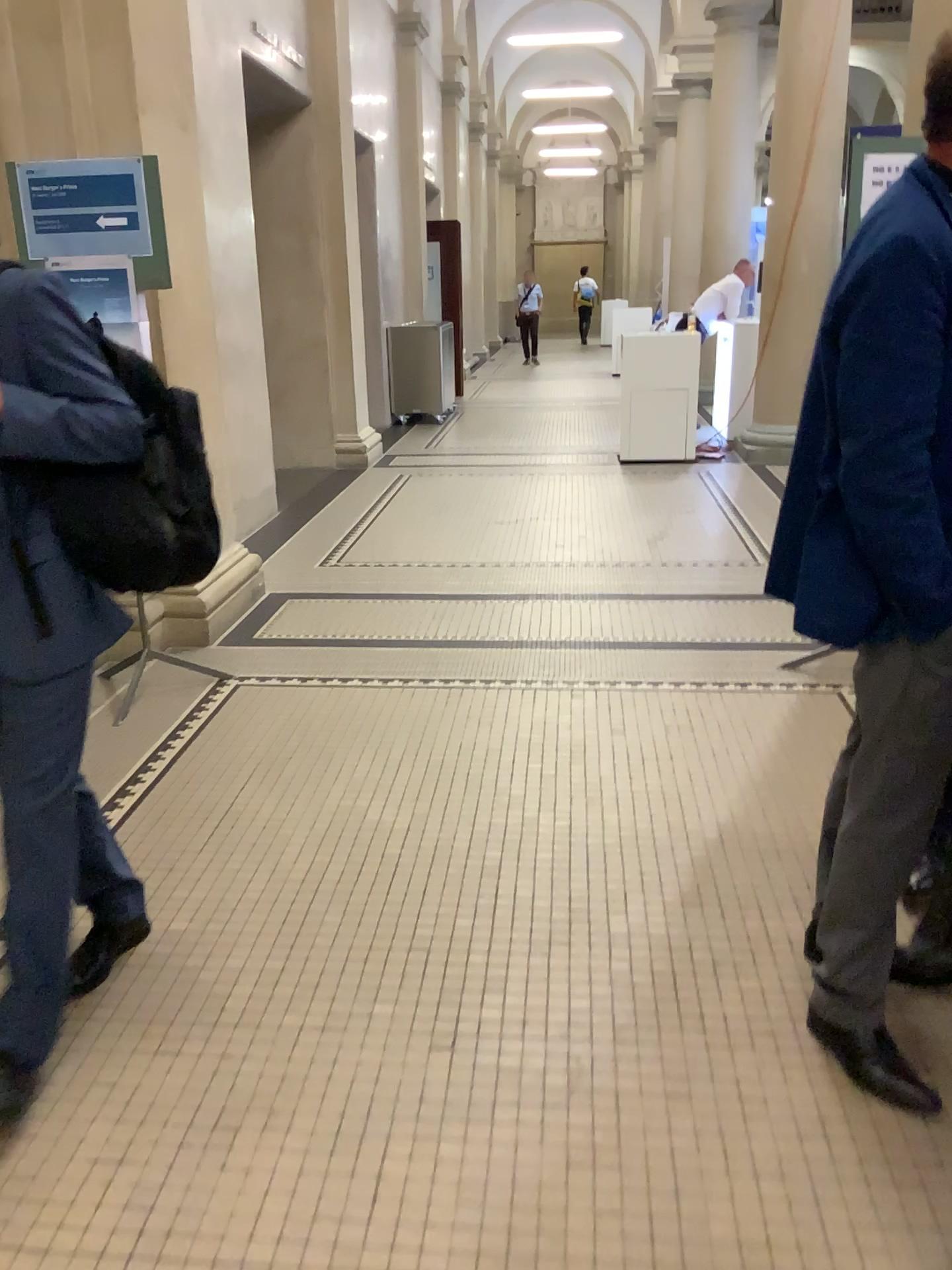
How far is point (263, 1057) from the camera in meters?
2.0

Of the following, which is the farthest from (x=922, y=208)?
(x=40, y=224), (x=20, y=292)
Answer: (x=40, y=224)

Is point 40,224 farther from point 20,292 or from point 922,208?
point 922,208

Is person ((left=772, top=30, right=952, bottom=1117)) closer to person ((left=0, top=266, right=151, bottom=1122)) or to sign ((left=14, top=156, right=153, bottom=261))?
person ((left=0, top=266, right=151, bottom=1122))

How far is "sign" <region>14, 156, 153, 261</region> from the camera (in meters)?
3.24

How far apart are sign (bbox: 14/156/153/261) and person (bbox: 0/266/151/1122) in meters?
1.6

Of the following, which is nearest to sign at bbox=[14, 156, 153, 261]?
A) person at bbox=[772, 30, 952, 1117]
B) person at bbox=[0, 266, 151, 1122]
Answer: person at bbox=[0, 266, 151, 1122]

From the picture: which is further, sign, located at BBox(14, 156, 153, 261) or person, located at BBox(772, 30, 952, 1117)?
sign, located at BBox(14, 156, 153, 261)

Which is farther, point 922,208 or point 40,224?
point 40,224
